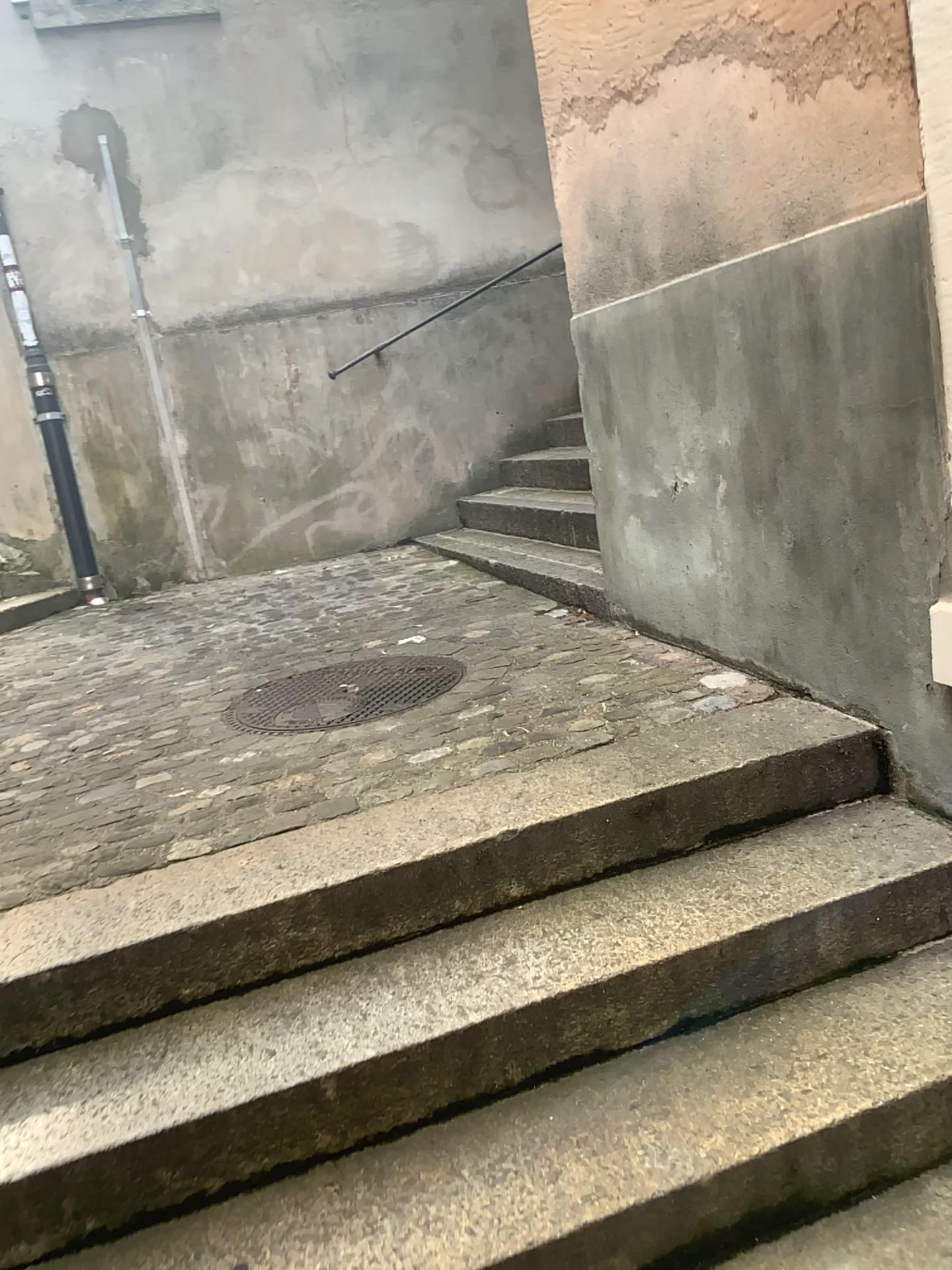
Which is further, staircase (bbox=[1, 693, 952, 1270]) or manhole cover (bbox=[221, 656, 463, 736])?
manhole cover (bbox=[221, 656, 463, 736])

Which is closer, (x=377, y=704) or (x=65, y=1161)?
(x=65, y=1161)

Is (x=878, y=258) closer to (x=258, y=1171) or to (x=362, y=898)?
(x=362, y=898)
